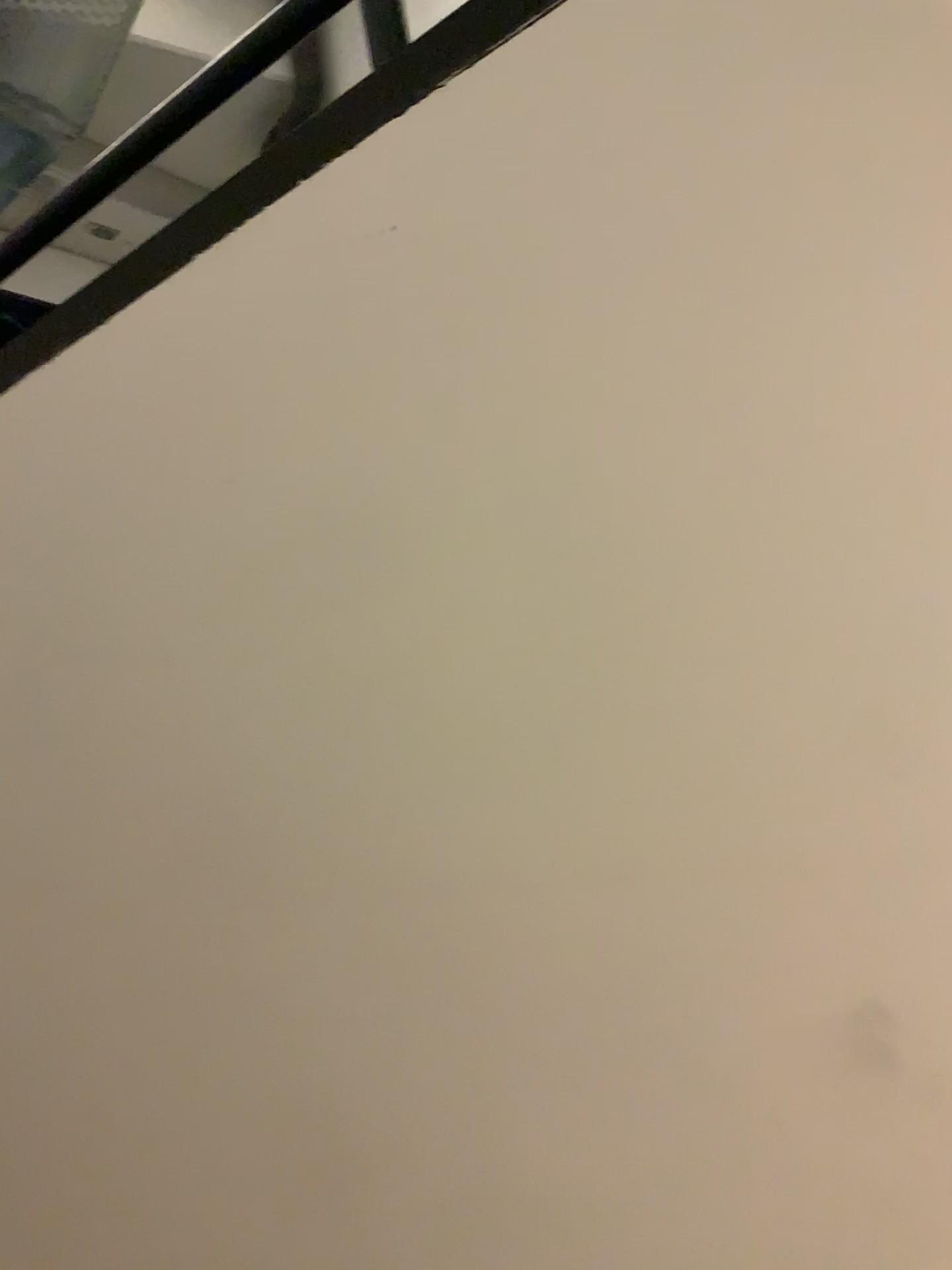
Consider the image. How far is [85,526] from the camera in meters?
1.0 m
